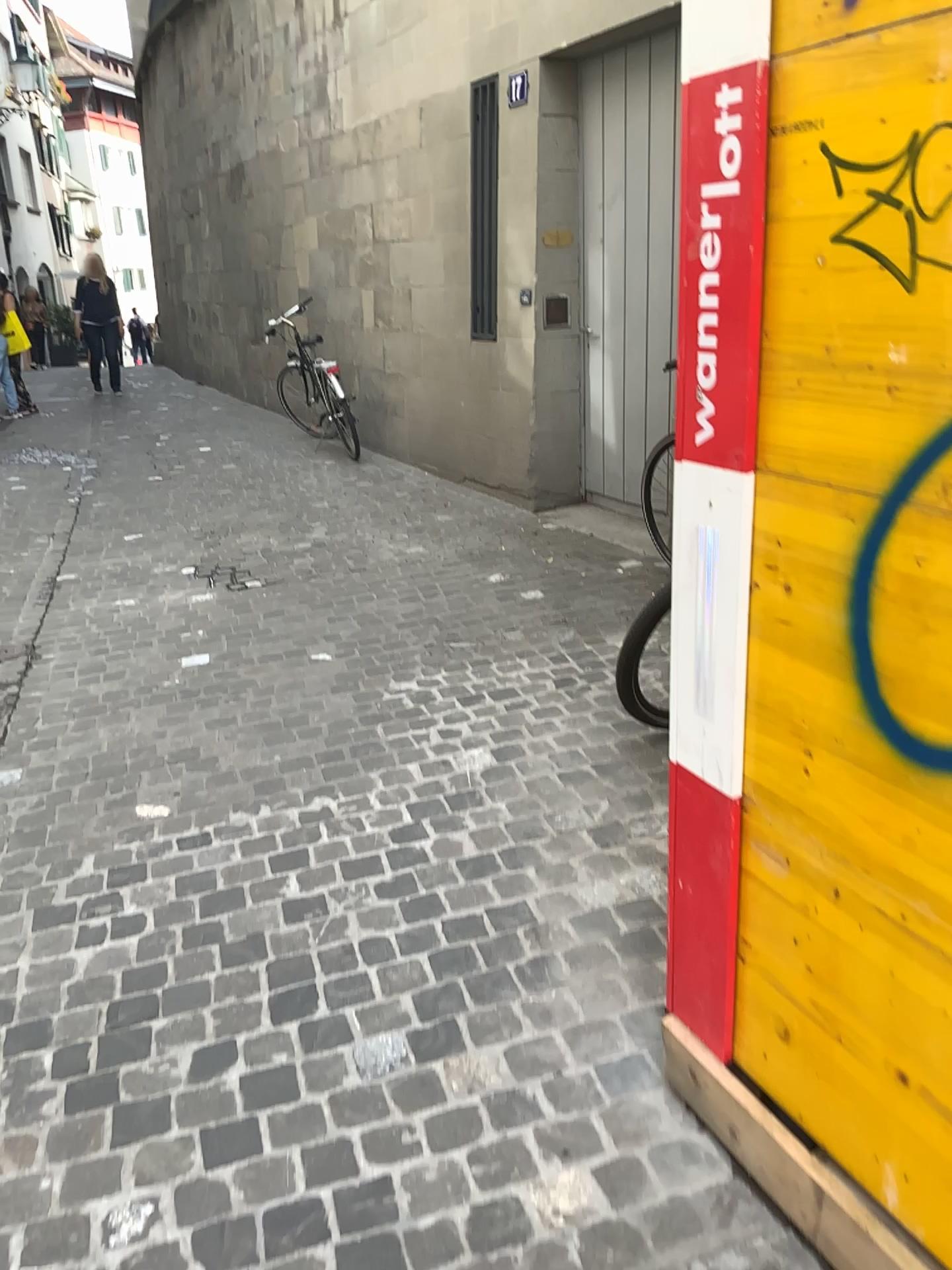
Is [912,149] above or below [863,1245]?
above

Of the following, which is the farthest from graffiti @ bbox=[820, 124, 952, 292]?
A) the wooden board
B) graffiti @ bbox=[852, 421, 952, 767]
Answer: the wooden board

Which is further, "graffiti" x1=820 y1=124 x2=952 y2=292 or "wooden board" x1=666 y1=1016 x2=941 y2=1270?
"wooden board" x1=666 y1=1016 x2=941 y2=1270

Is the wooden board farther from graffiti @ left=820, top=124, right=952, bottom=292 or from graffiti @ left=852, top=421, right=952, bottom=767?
graffiti @ left=820, top=124, right=952, bottom=292

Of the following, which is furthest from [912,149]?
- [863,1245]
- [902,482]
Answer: [863,1245]

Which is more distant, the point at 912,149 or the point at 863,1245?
the point at 863,1245

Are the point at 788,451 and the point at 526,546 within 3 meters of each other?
no

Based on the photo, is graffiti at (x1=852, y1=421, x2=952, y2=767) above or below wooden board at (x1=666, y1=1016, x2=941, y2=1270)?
above
